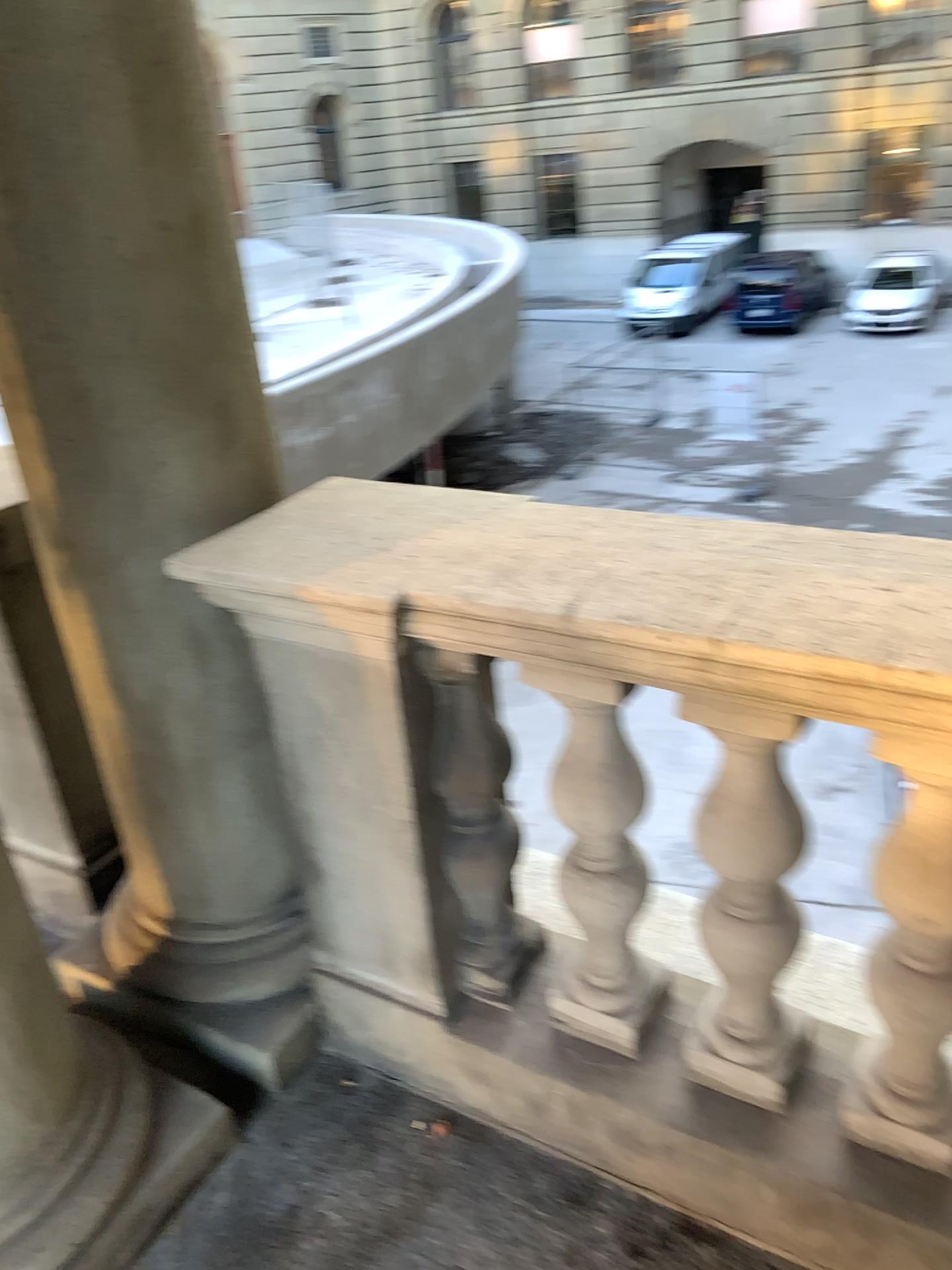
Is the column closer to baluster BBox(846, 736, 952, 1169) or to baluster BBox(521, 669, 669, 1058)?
baluster BBox(521, 669, 669, 1058)

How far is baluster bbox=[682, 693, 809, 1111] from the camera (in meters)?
1.32

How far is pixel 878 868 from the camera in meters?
1.3

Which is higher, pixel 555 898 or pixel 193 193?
pixel 193 193

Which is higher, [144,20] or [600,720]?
[144,20]

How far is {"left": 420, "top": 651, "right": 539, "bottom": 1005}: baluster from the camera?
1.56m

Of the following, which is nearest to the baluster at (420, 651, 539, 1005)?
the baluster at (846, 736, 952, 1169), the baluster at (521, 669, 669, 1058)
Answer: the baluster at (521, 669, 669, 1058)

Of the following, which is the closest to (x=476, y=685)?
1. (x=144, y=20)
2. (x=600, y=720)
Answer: (x=600, y=720)

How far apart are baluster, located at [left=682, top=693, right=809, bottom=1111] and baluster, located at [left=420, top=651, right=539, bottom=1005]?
0.3m

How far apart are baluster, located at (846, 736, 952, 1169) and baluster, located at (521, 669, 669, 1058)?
0.32m
